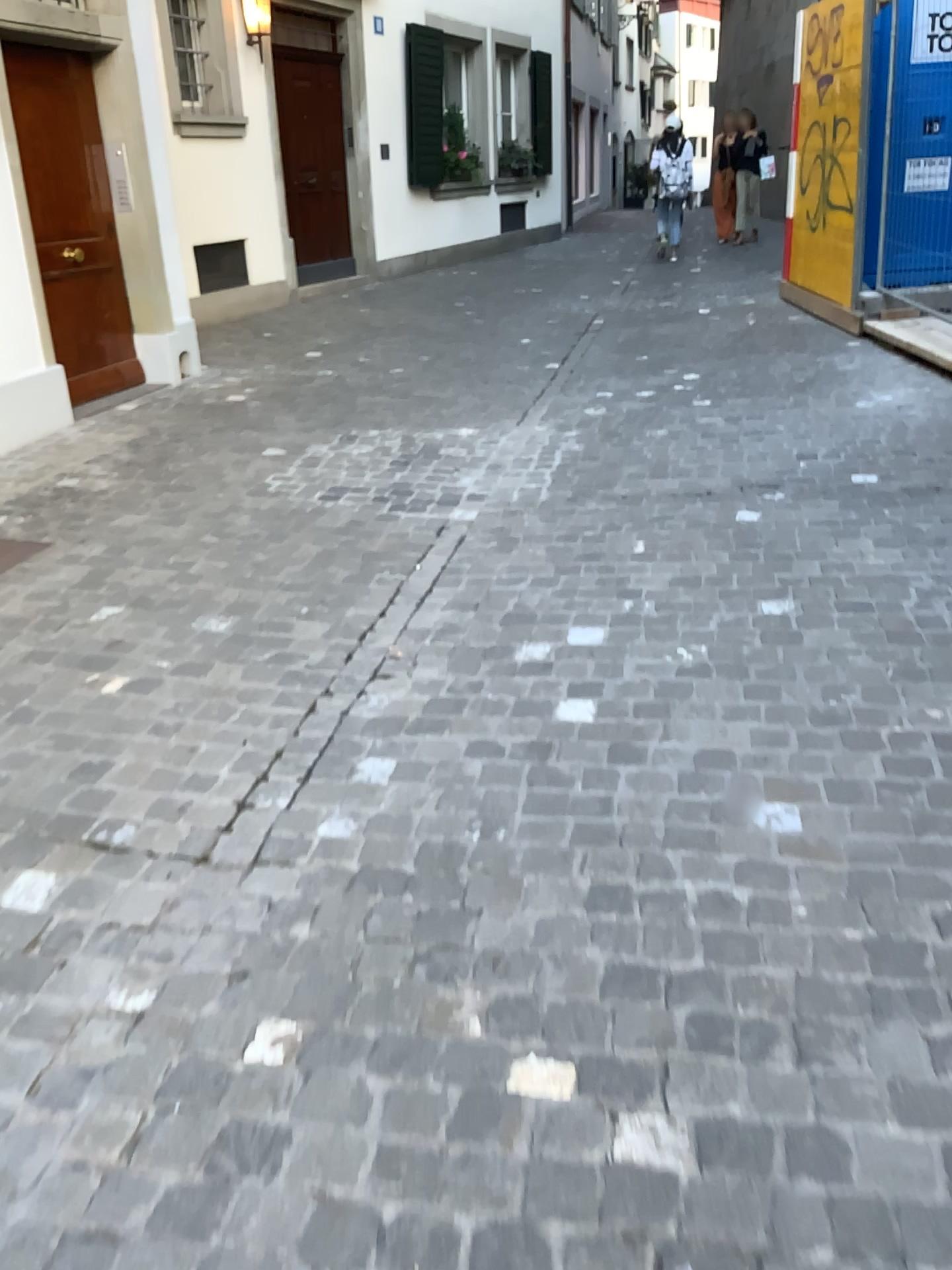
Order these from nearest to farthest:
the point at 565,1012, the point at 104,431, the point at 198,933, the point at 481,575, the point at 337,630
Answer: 1. the point at 565,1012
2. the point at 198,933
3. the point at 337,630
4. the point at 481,575
5. the point at 104,431
